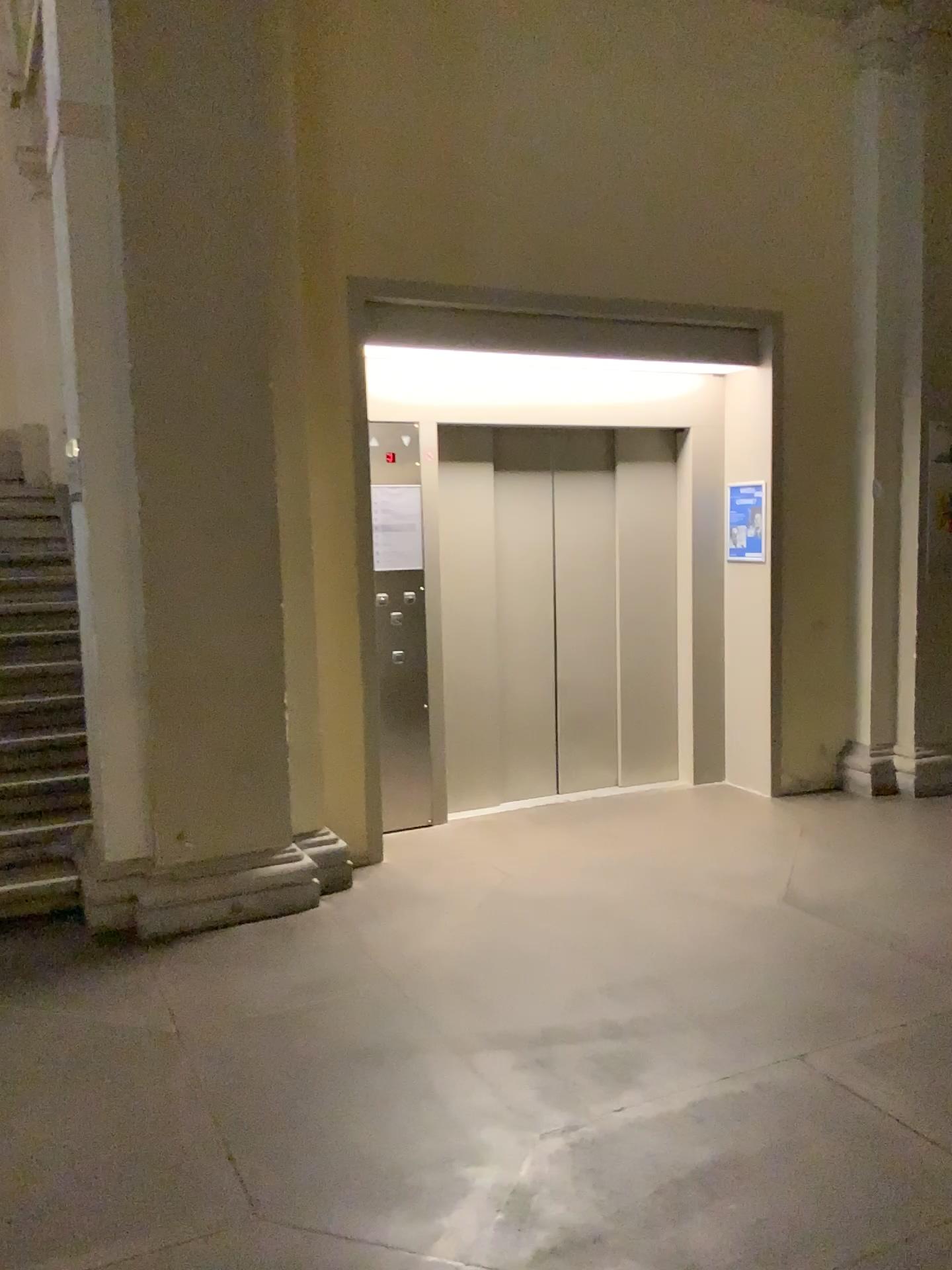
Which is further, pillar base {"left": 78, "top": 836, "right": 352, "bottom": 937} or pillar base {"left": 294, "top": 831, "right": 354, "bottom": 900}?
pillar base {"left": 294, "top": 831, "right": 354, "bottom": 900}

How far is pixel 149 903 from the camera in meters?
4.1 m

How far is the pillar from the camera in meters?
4.0 m

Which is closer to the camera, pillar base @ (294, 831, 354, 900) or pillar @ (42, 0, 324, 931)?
pillar @ (42, 0, 324, 931)

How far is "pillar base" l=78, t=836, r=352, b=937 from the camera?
4.13m

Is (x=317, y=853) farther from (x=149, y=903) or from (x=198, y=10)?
(x=198, y=10)

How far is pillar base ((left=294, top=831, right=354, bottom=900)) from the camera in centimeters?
455cm

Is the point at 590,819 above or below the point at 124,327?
below

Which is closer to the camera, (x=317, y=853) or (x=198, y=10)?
(x=198, y=10)
